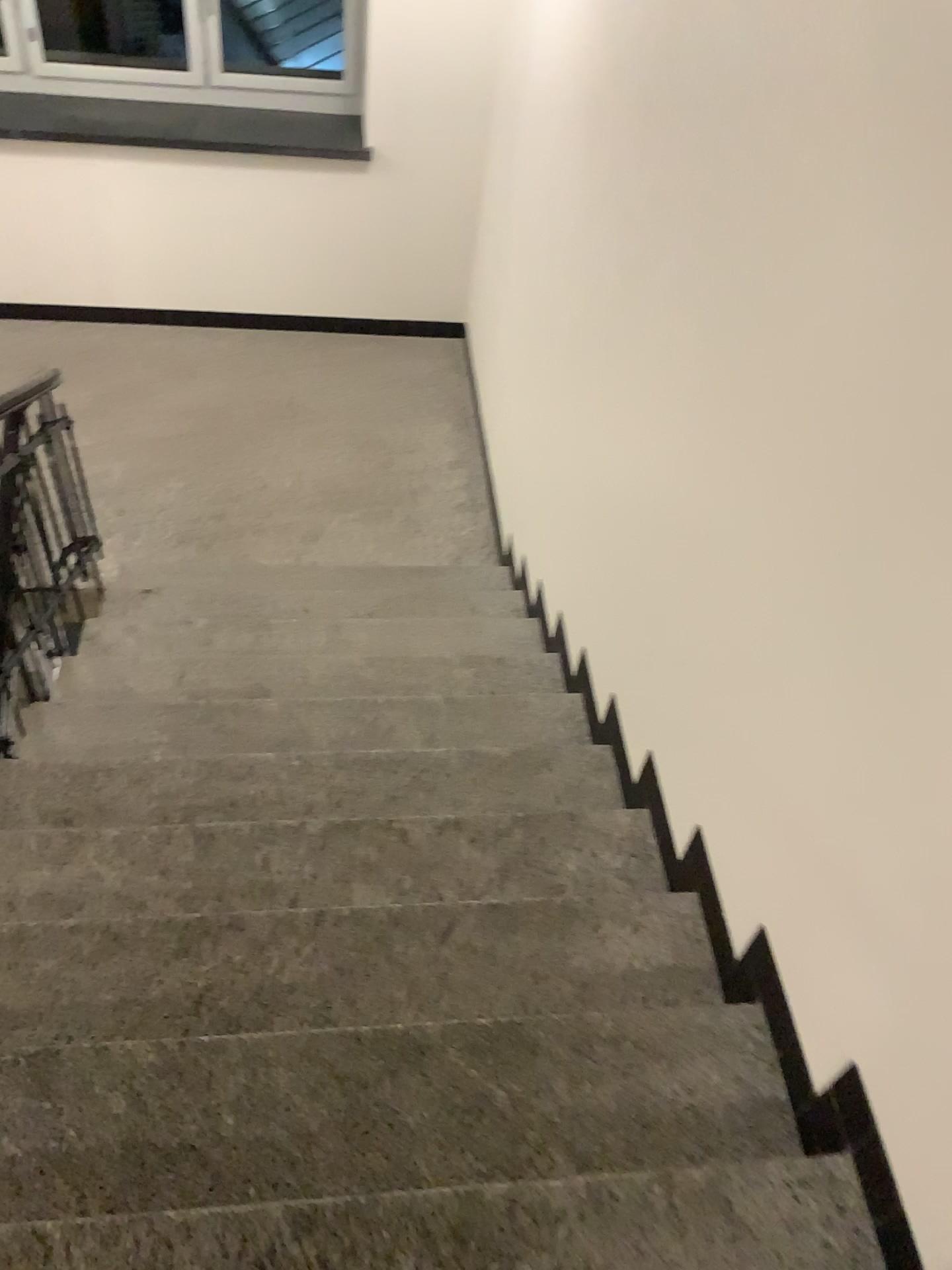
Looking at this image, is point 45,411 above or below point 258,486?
above
